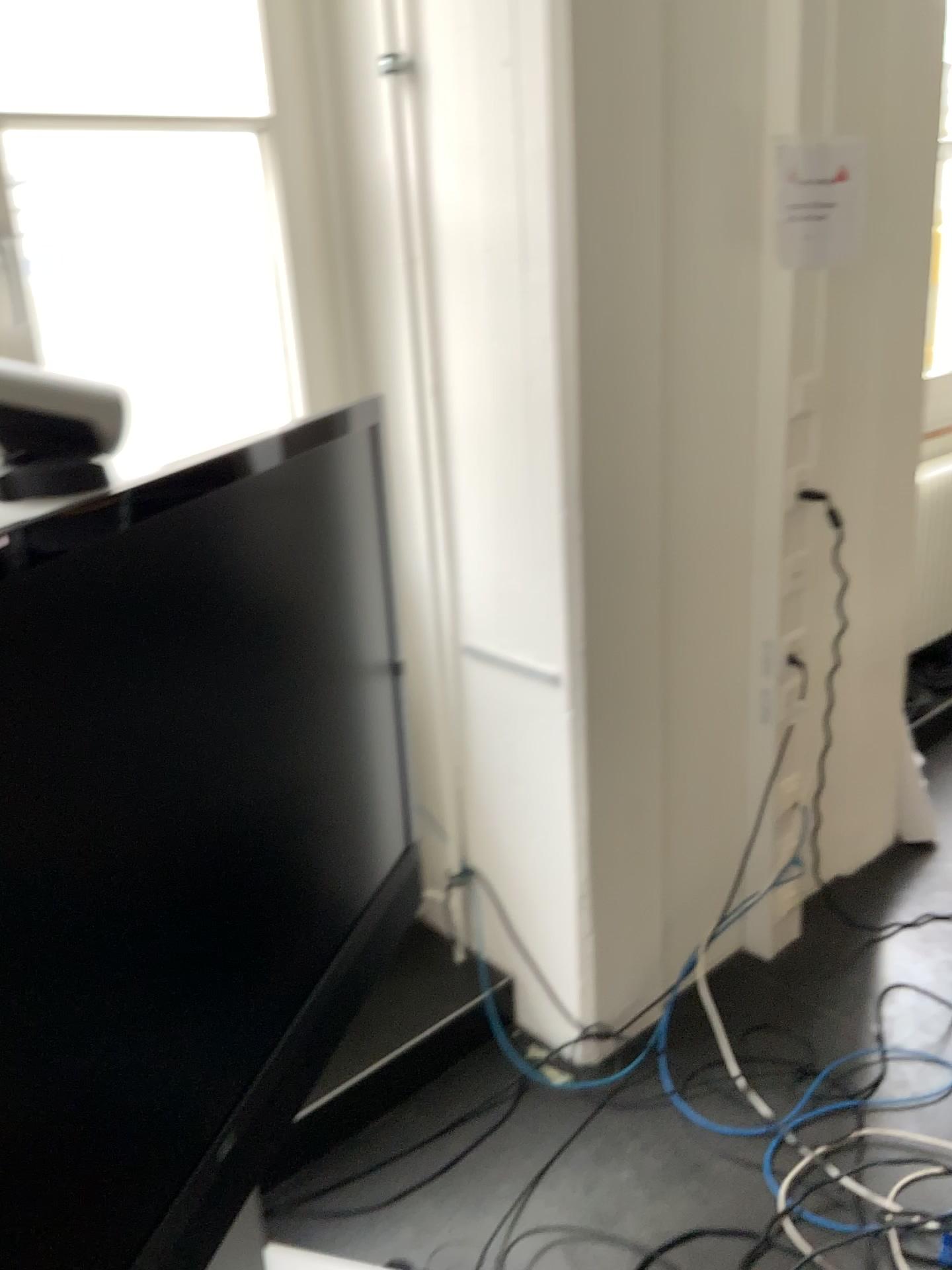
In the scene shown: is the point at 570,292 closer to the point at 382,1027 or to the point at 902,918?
the point at 382,1027

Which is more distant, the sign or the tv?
the sign

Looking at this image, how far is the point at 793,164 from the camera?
2.0m

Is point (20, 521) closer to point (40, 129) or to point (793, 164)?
point (40, 129)

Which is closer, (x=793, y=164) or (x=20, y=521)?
(x=20, y=521)

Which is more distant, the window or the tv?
the window

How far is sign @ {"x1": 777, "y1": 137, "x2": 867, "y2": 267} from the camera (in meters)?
1.96
